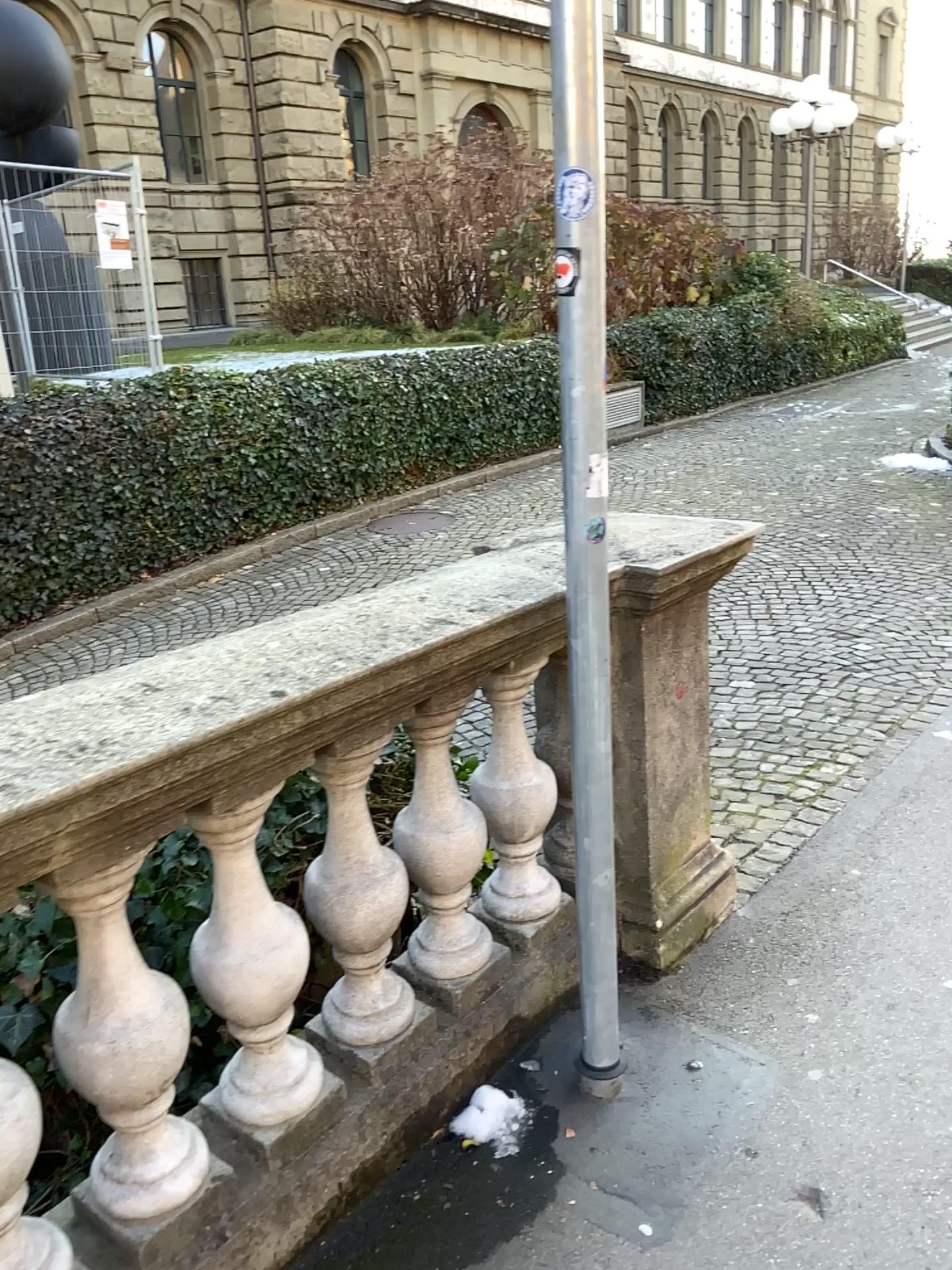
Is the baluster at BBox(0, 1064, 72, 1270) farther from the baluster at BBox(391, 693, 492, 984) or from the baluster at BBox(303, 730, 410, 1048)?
the baluster at BBox(391, 693, 492, 984)

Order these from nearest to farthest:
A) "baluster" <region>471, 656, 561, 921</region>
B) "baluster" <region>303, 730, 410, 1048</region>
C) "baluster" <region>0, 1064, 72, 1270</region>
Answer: "baluster" <region>0, 1064, 72, 1270</region>, "baluster" <region>303, 730, 410, 1048</region>, "baluster" <region>471, 656, 561, 921</region>

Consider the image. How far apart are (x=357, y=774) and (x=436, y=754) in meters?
0.3 m

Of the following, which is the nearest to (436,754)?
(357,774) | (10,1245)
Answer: (357,774)

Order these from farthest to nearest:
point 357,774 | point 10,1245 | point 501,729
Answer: point 501,729 < point 357,774 < point 10,1245

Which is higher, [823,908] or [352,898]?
[352,898]

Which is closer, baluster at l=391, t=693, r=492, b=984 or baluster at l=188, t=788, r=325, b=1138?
baluster at l=188, t=788, r=325, b=1138

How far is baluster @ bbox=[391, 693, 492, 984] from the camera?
2.1m

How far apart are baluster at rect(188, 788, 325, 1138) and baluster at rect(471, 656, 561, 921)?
0.64m

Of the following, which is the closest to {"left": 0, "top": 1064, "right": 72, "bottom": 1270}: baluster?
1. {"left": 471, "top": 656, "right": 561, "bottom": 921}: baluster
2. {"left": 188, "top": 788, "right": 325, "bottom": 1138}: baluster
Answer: {"left": 188, "top": 788, "right": 325, "bottom": 1138}: baluster
